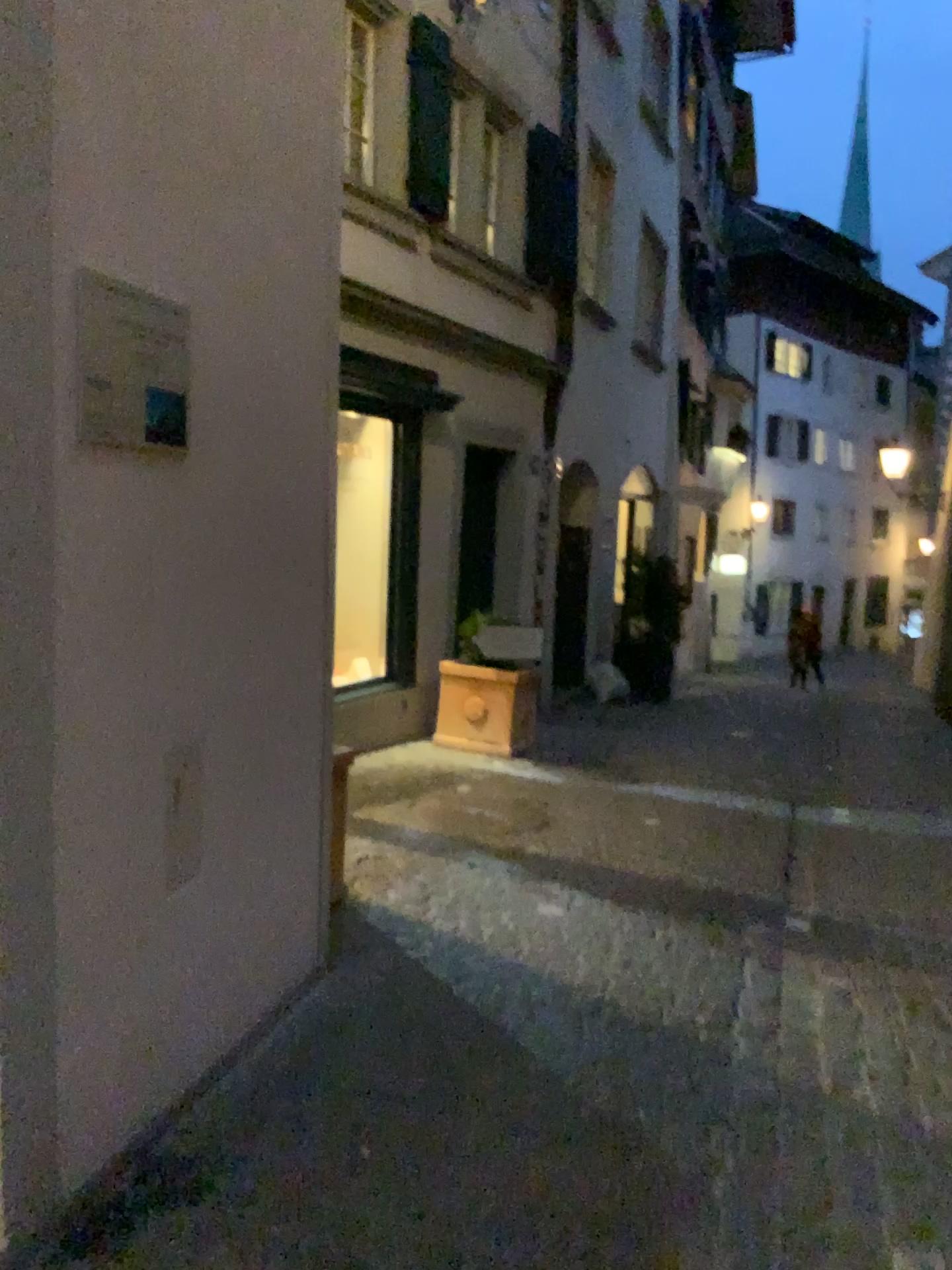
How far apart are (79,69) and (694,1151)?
2.4 meters
